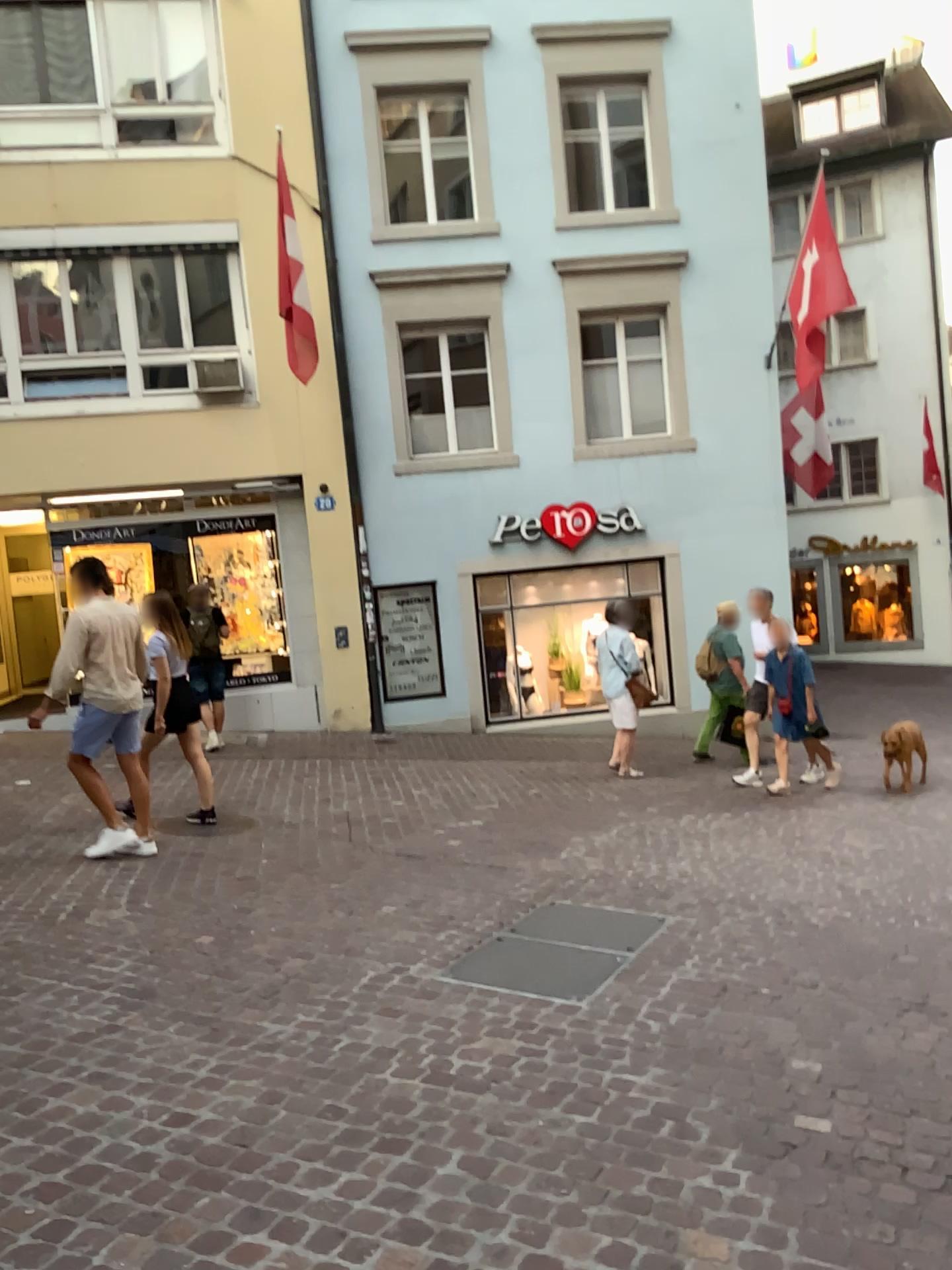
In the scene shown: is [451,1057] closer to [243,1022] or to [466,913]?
[243,1022]
